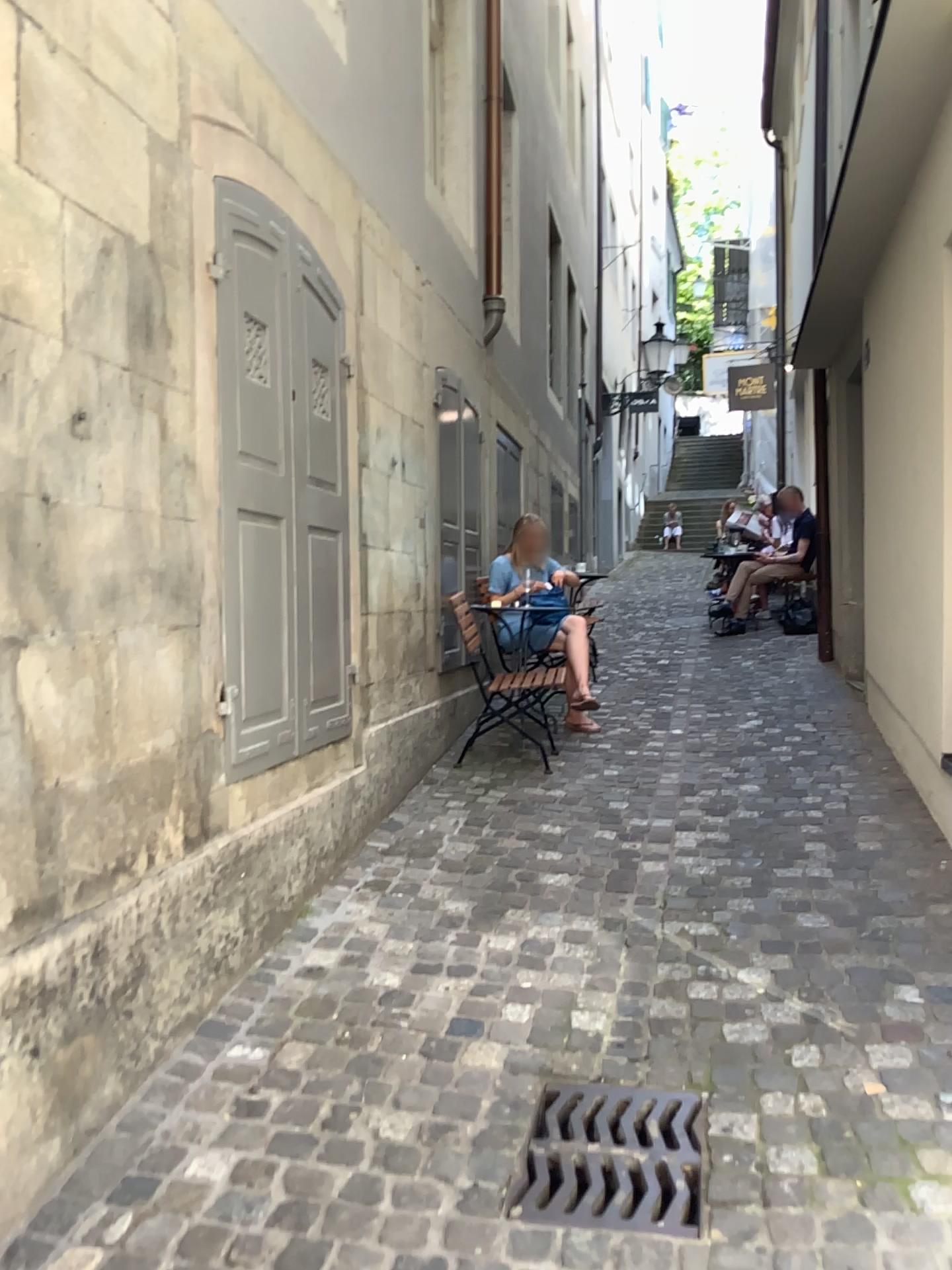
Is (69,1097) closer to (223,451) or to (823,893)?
(223,451)

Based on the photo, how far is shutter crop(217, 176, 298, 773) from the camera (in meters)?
2.98

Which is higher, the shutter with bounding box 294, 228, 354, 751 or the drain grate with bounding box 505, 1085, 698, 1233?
the shutter with bounding box 294, 228, 354, 751

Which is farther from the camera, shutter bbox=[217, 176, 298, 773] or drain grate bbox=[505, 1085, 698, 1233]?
shutter bbox=[217, 176, 298, 773]

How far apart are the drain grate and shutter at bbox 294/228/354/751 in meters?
1.4 m

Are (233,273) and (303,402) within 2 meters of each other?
yes

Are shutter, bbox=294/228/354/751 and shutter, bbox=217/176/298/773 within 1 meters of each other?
yes

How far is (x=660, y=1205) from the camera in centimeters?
204cm

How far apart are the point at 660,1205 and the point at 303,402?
2.5 meters

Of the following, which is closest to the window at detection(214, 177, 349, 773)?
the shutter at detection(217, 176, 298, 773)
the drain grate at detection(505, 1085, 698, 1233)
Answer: the shutter at detection(217, 176, 298, 773)
